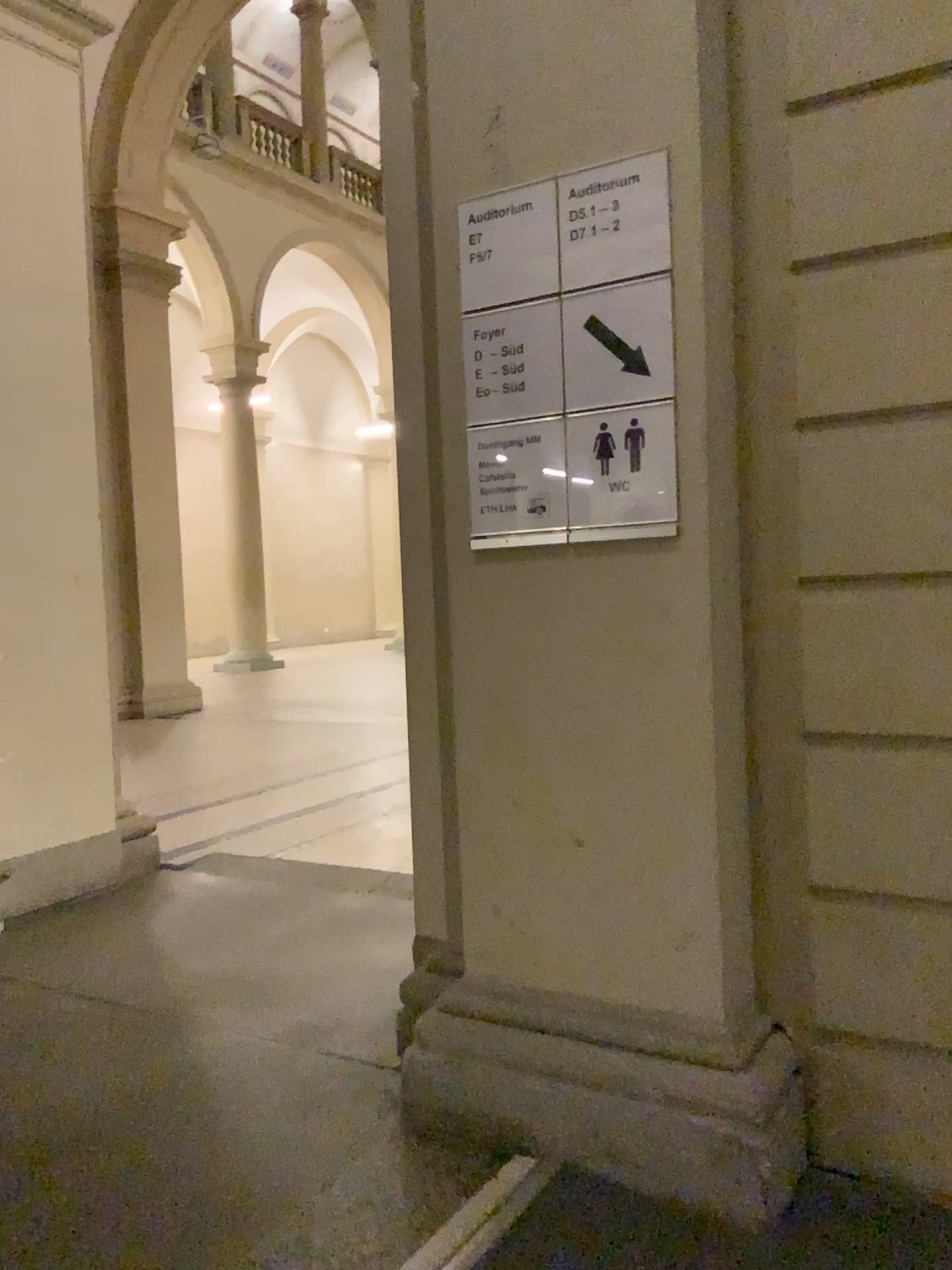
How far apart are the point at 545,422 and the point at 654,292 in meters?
0.3 m

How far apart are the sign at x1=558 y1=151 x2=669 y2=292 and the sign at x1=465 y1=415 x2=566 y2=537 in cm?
26

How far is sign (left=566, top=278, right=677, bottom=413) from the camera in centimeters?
187cm

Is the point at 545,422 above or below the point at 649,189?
below

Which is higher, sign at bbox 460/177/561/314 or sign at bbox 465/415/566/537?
sign at bbox 460/177/561/314

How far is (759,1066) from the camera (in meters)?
1.85

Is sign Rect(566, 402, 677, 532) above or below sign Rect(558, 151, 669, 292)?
below

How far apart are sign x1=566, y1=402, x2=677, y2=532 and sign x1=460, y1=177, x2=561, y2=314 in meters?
0.3 m

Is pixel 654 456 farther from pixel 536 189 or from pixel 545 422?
pixel 536 189

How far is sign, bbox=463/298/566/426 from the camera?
1.98m
